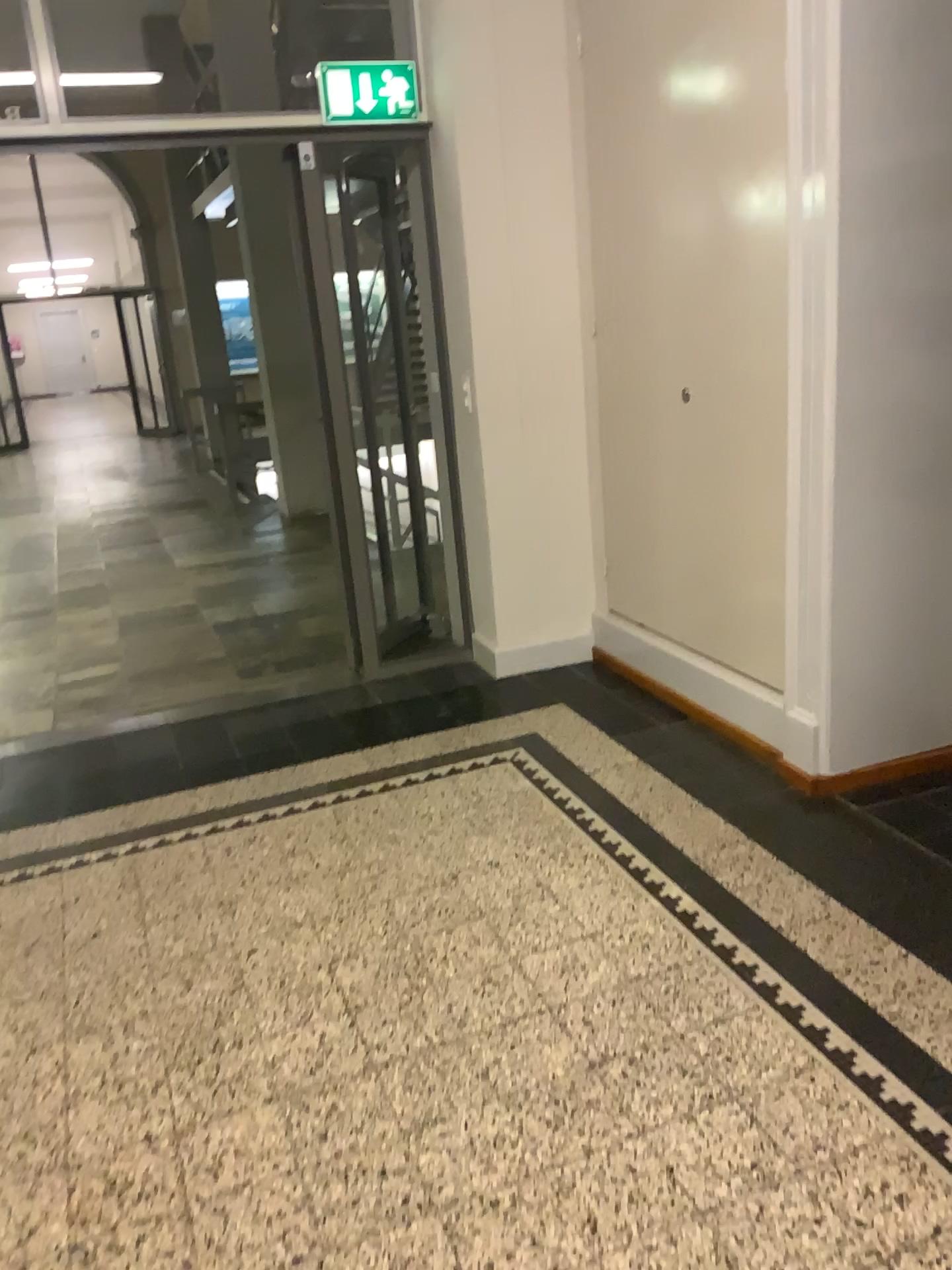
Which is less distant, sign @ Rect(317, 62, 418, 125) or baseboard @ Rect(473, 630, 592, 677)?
sign @ Rect(317, 62, 418, 125)

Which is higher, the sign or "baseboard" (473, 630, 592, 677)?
the sign

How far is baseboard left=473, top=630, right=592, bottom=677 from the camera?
4.43m

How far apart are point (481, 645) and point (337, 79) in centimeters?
222cm

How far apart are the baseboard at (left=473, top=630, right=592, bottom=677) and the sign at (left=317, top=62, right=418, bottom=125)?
2.1 meters

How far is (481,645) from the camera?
4.4m

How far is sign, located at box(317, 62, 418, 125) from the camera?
3.8m

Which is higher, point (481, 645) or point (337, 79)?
point (337, 79)

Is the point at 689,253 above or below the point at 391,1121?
above
